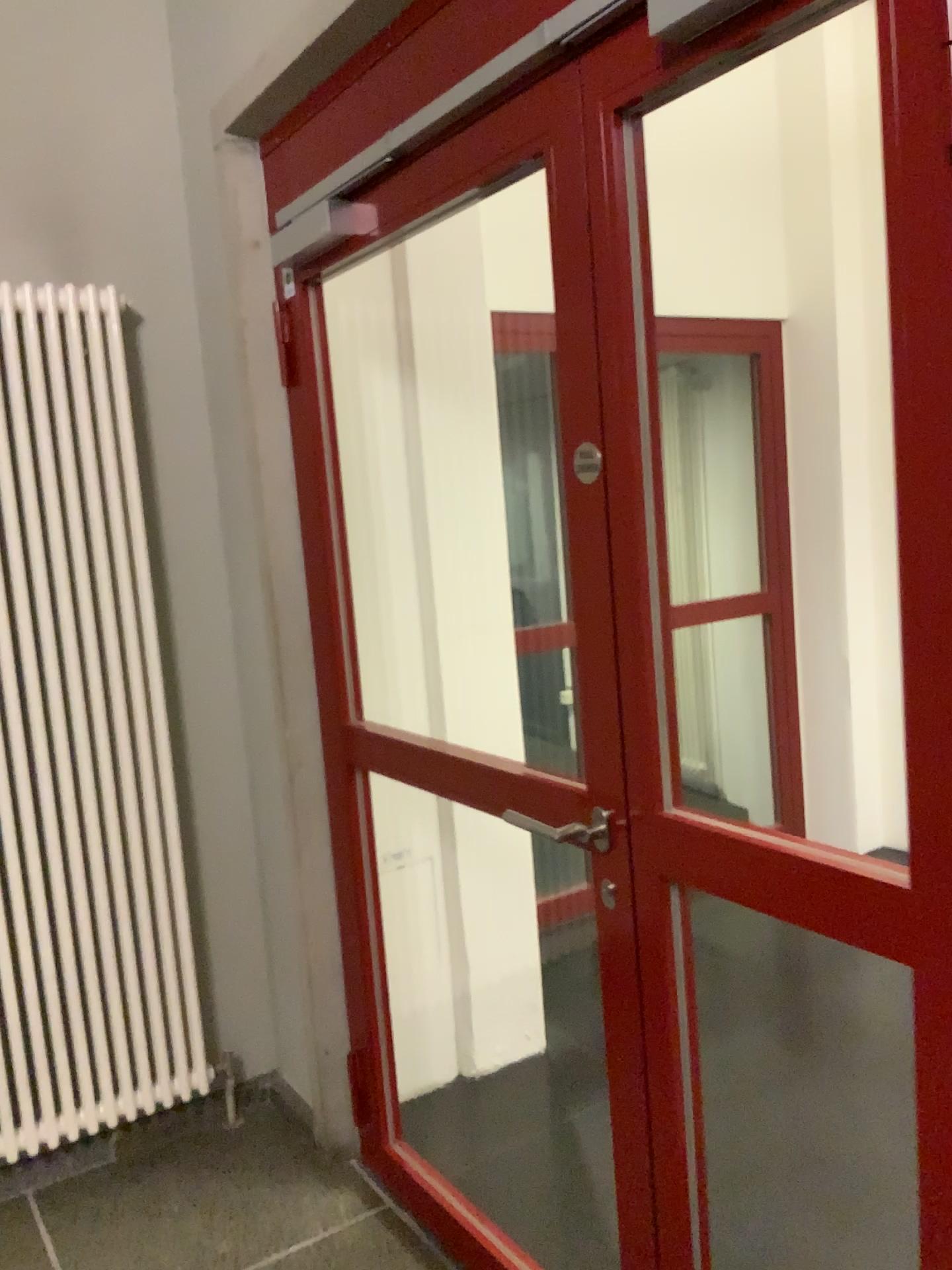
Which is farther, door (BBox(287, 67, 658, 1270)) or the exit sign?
door (BBox(287, 67, 658, 1270))

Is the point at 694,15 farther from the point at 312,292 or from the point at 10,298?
the point at 10,298

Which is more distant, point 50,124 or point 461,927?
point 461,927

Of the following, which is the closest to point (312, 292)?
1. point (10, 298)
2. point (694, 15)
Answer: point (10, 298)

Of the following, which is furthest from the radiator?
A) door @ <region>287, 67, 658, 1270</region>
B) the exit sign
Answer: the exit sign

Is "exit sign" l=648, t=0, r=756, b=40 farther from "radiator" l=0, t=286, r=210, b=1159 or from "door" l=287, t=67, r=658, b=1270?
"radiator" l=0, t=286, r=210, b=1159

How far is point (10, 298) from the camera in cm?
241

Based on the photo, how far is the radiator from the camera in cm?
241
